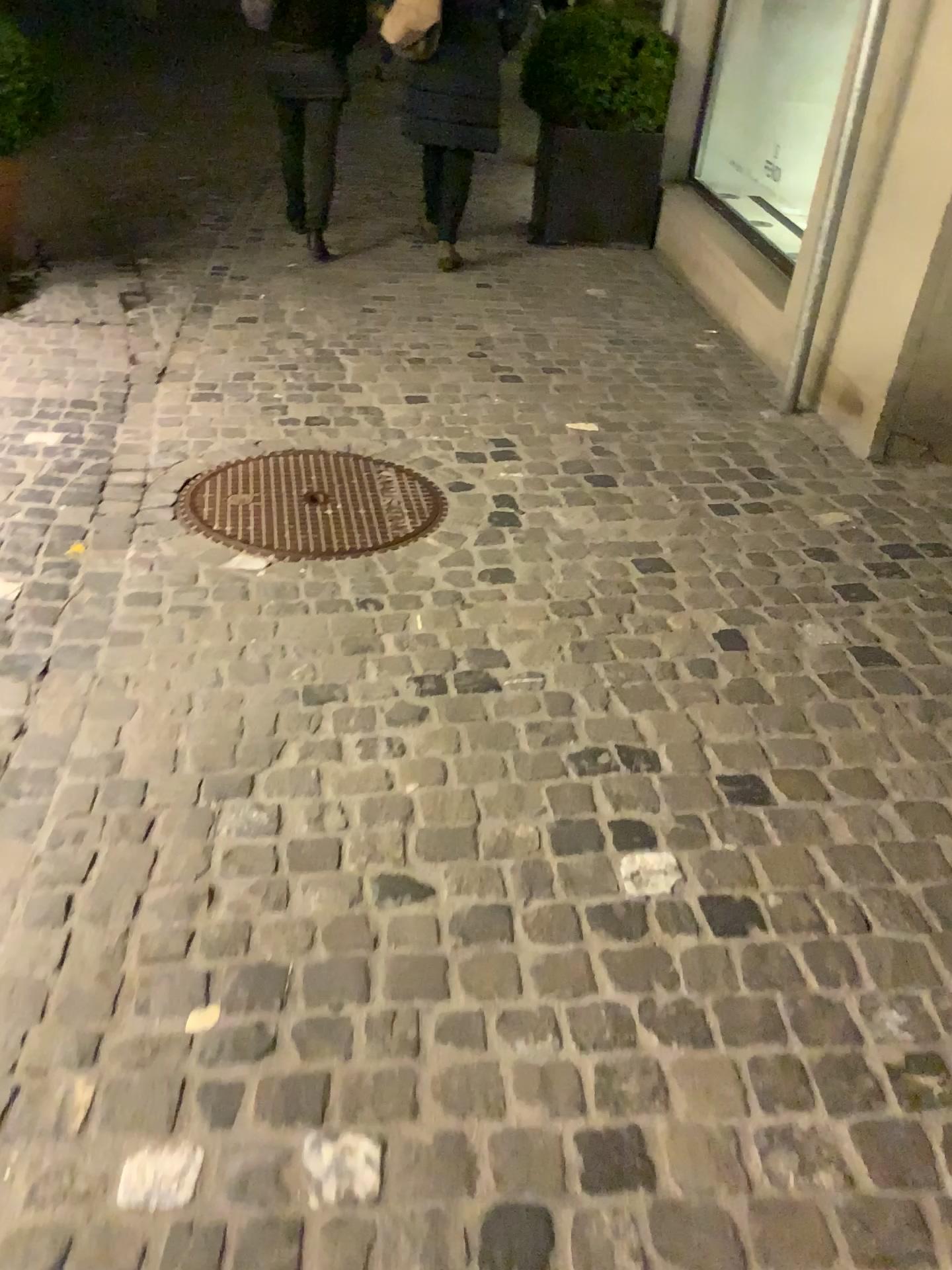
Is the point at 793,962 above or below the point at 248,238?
above
